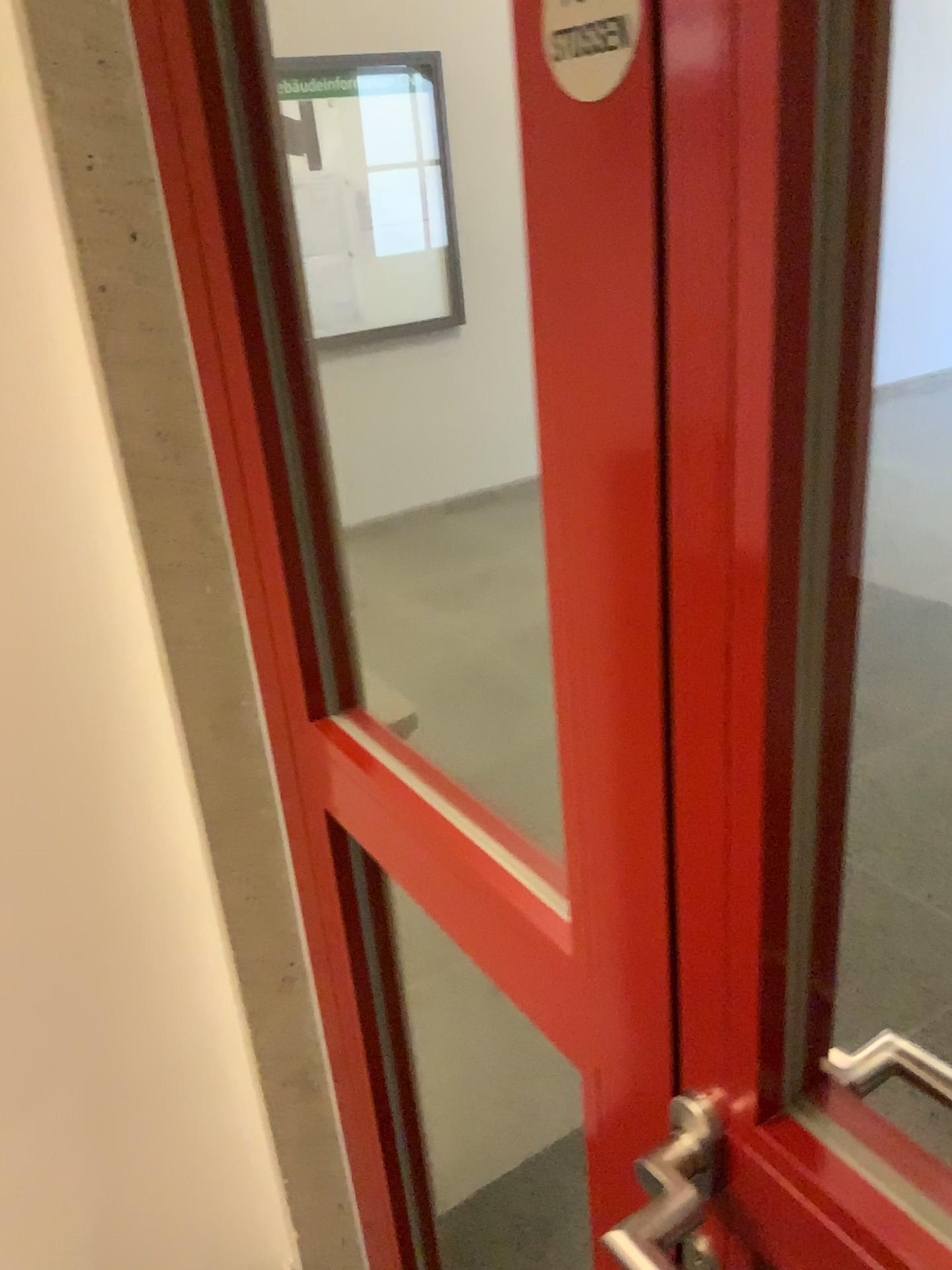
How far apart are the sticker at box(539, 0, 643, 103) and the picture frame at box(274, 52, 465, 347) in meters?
0.7 m

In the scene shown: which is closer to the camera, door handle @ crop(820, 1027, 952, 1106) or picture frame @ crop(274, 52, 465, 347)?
door handle @ crop(820, 1027, 952, 1106)

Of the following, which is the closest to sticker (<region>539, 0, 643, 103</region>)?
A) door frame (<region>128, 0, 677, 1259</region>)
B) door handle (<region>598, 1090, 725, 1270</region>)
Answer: door frame (<region>128, 0, 677, 1259</region>)

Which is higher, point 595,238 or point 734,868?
point 595,238

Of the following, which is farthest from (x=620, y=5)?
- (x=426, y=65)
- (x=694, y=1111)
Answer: (x=426, y=65)

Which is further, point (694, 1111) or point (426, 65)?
point (426, 65)

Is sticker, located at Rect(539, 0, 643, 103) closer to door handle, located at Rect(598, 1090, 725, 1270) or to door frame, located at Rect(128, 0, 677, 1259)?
door frame, located at Rect(128, 0, 677, 1259)

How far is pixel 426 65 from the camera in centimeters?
111cm

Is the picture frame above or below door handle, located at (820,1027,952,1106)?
above

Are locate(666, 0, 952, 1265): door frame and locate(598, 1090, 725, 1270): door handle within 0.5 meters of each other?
yes
